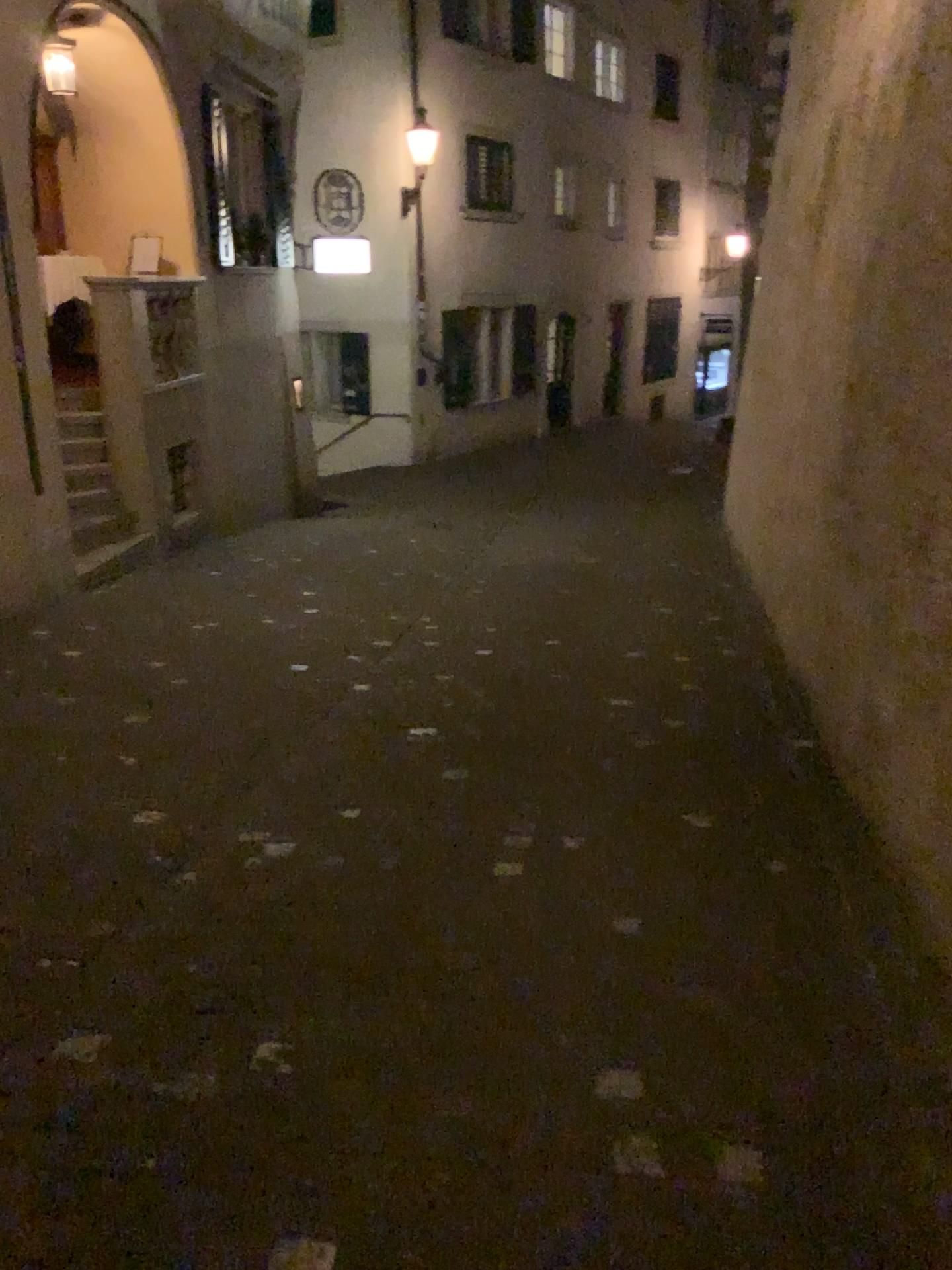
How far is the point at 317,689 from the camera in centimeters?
506cm
